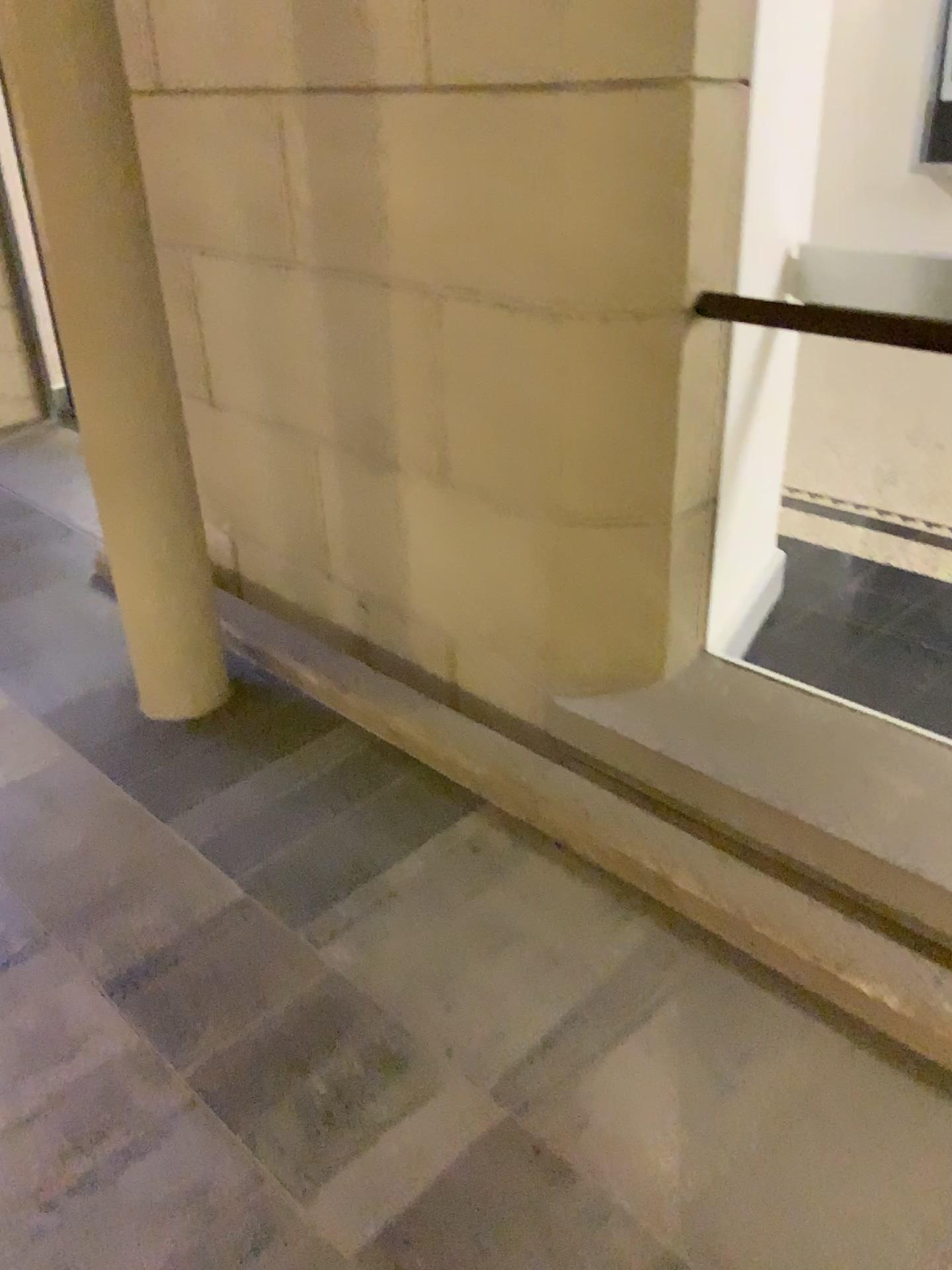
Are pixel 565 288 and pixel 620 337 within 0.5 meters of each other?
yes
